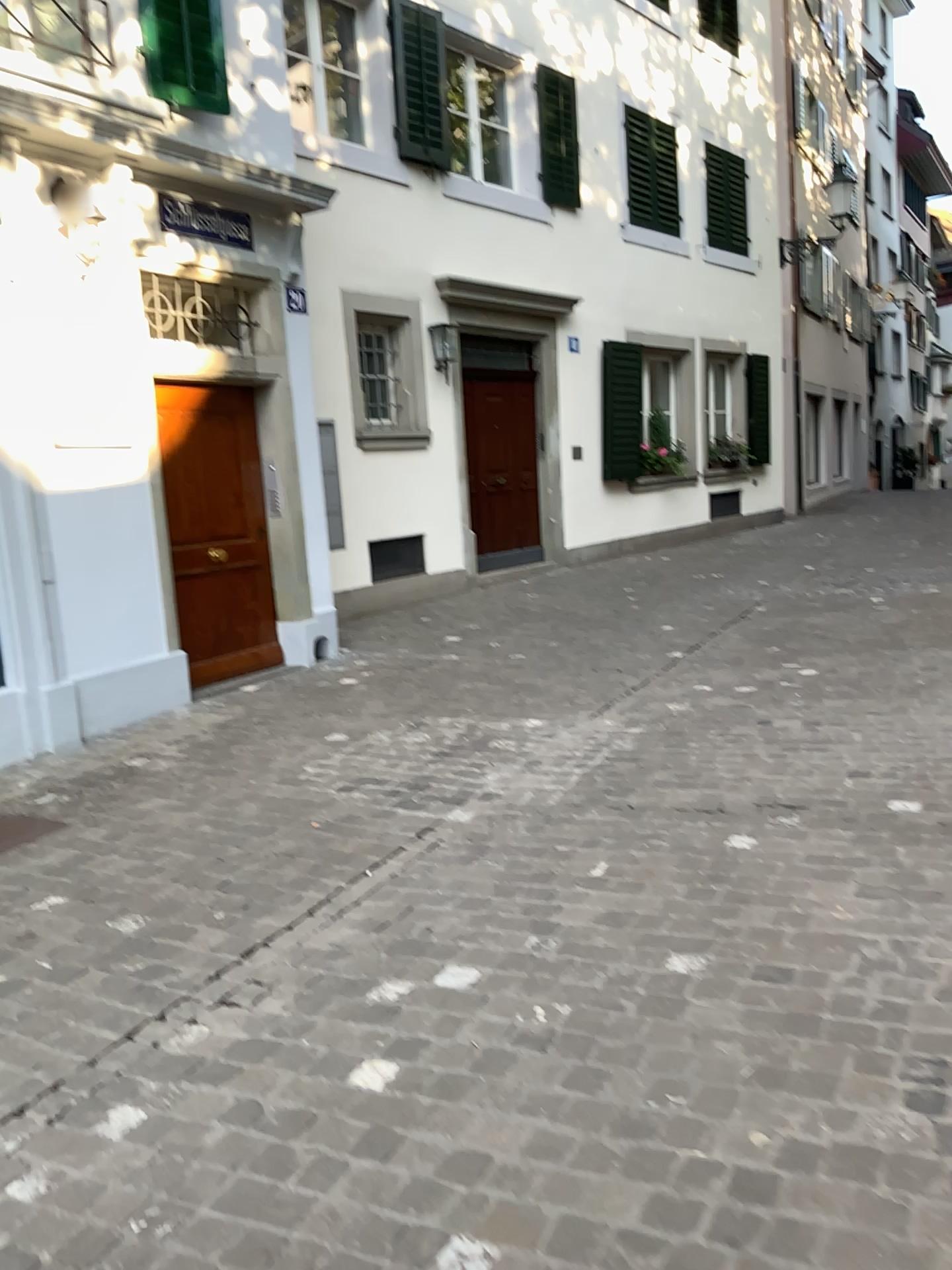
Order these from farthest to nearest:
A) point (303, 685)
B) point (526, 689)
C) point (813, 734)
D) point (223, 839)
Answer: point (303, 685), point (526, 689), point (813, 734), point (223, 839)
